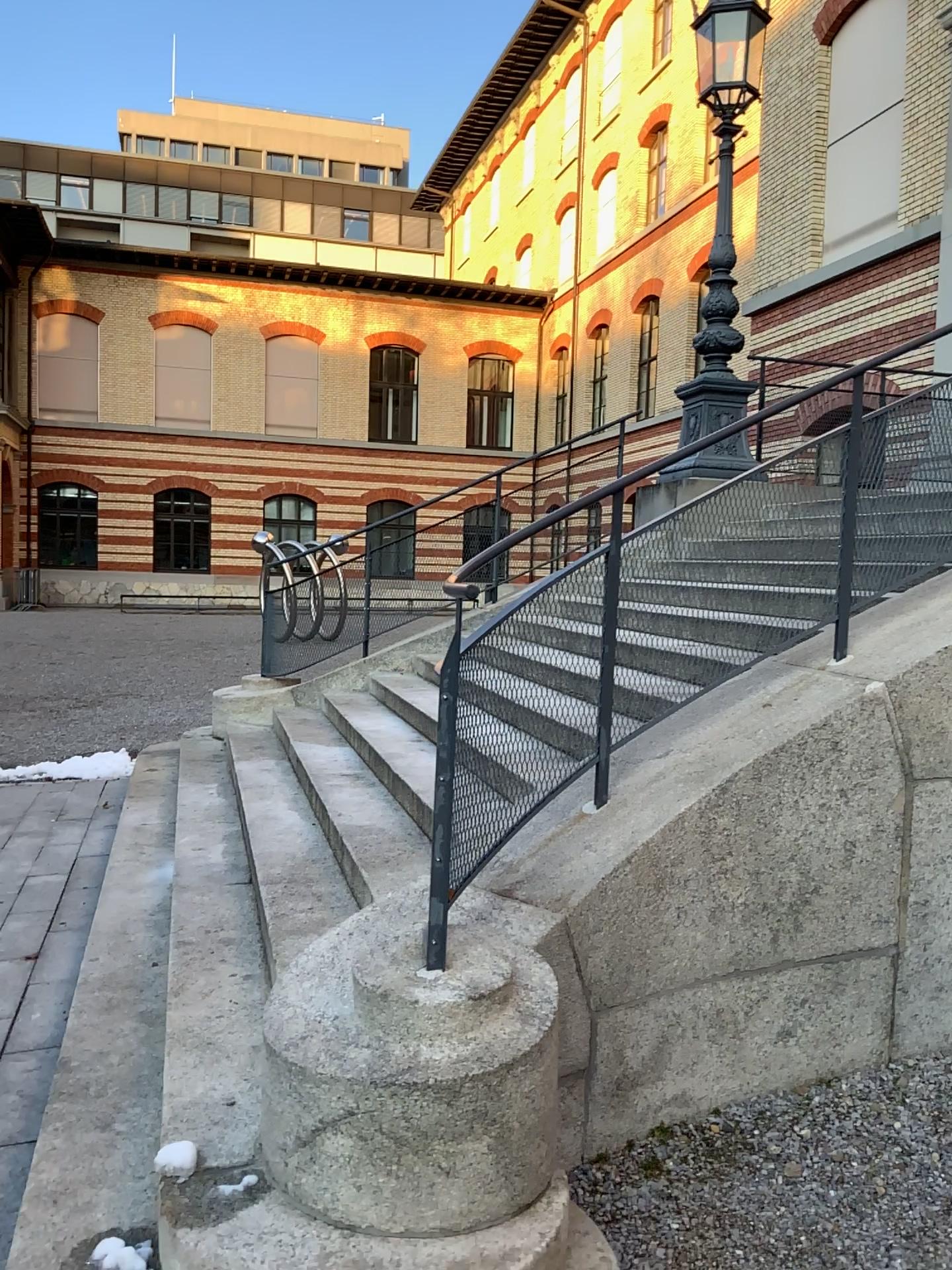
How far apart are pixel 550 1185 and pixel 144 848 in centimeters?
347cm
